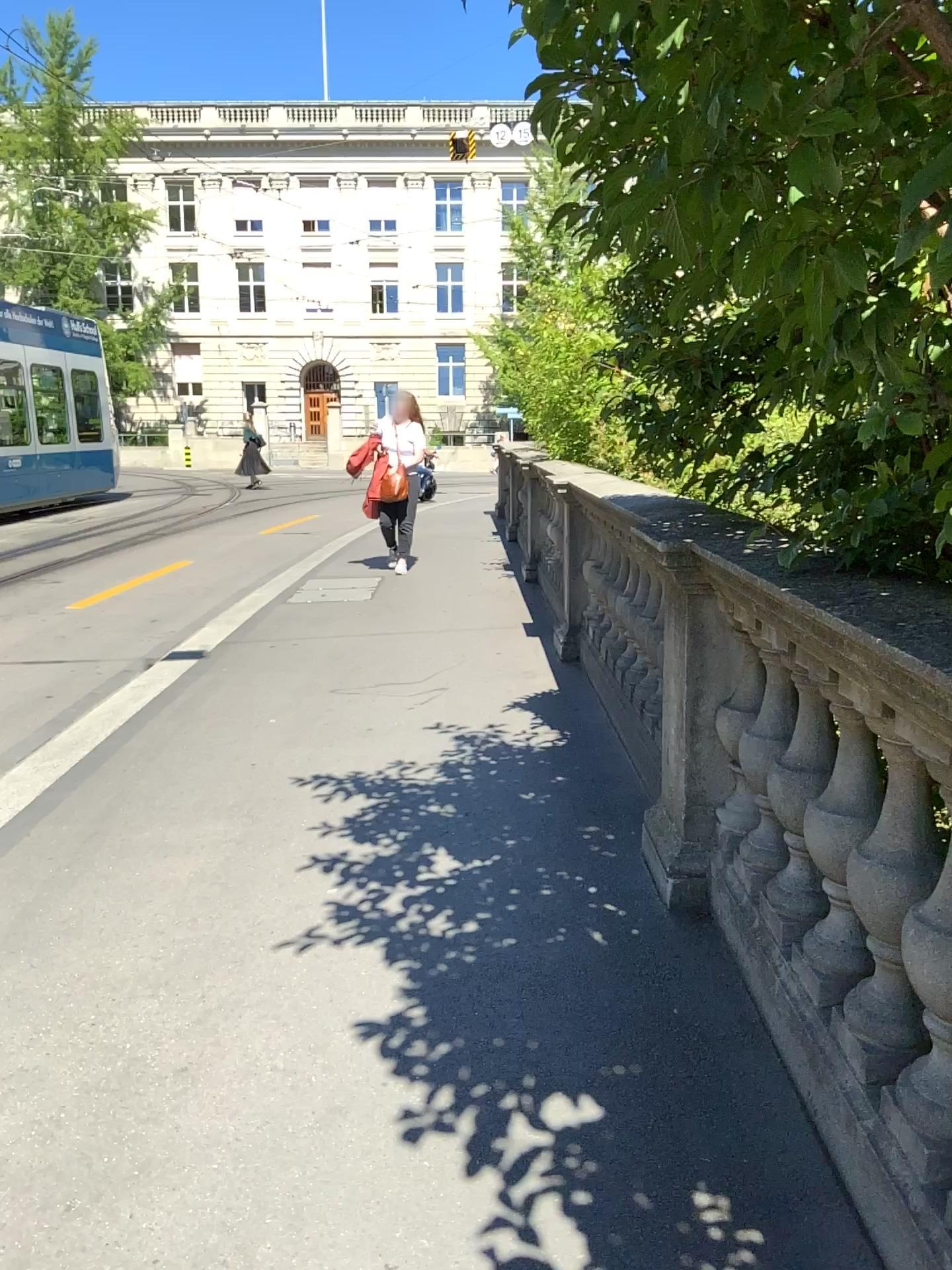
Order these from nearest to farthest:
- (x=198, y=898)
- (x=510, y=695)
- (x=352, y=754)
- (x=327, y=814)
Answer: (x=198, y=898)
(x=327, y=814)
(x=352, y=754)
(x=510, y=695)
